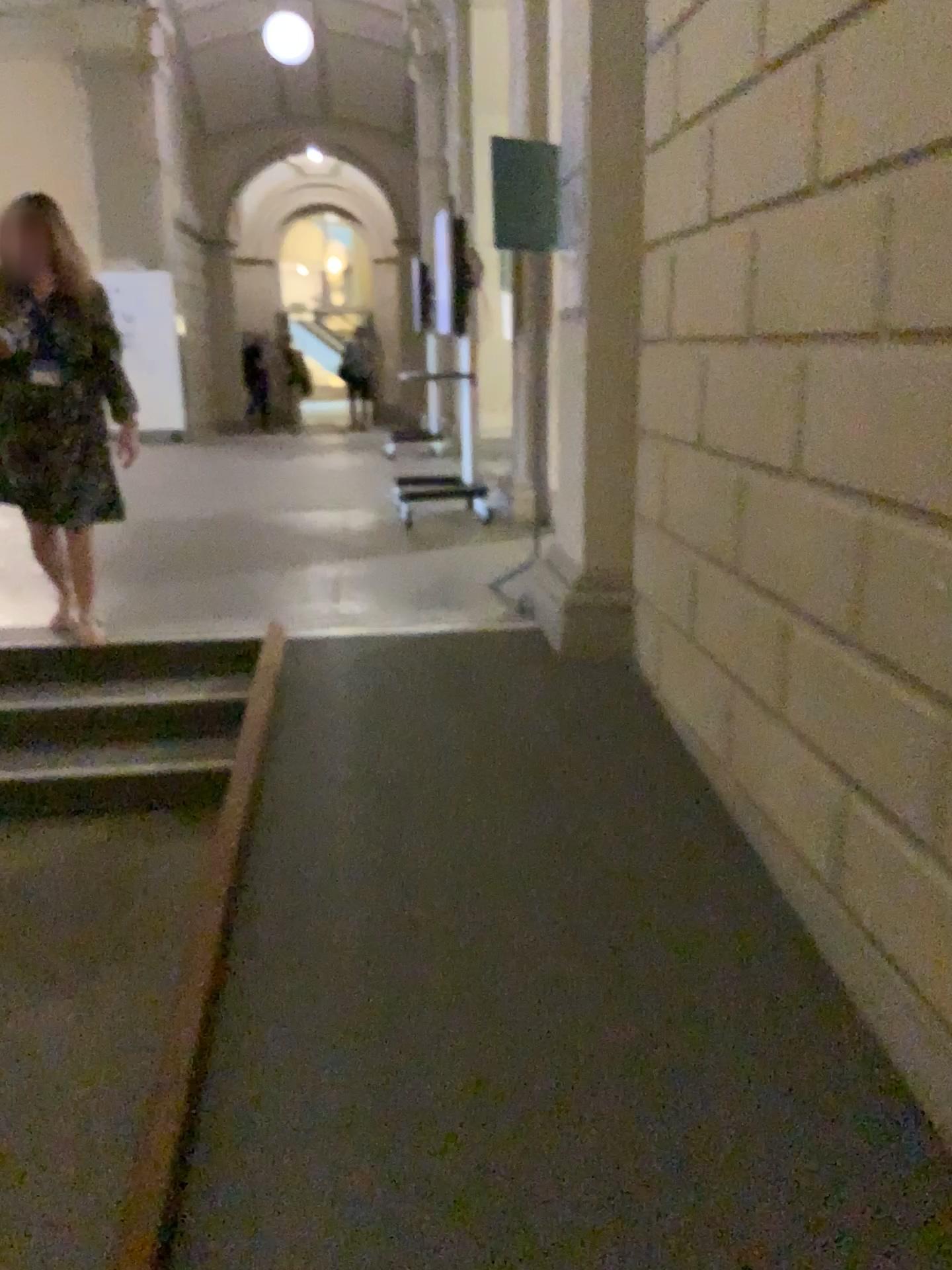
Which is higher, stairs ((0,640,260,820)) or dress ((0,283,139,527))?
dress ((0,283,139,527))

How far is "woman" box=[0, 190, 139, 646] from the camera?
3.80m

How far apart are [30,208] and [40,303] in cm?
33

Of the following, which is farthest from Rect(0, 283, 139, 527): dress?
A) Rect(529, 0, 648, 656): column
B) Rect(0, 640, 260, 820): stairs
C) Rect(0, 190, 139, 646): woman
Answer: Rect(529, 0, 648, 656): column

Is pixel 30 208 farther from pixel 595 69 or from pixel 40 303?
pixel 595 69

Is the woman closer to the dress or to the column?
the dress

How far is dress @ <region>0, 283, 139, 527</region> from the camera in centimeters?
382cm

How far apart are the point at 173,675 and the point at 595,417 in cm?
182

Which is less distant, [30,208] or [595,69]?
[595,69]

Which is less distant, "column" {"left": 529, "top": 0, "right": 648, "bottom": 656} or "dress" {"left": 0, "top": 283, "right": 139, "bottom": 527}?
"column" {"left": 529, "top": 0, "right": 648, "bottom": 656}
